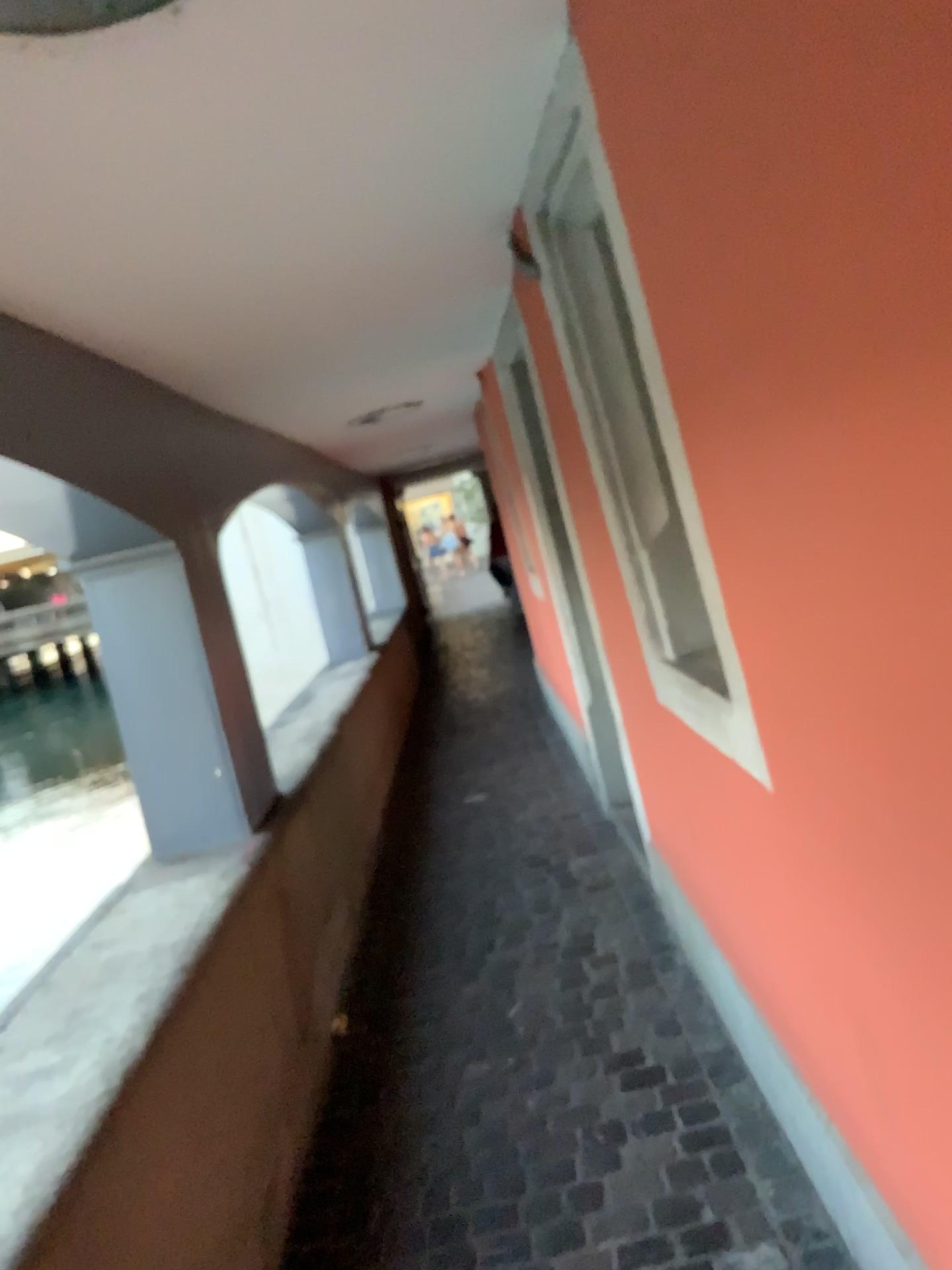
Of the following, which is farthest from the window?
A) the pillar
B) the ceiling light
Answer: the pillar

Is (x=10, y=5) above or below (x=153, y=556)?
above

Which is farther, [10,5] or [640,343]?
[640,343]

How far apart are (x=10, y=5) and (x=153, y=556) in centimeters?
194cm

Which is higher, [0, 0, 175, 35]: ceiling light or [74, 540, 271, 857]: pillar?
[0, 0, 175, 35]: ceiling light

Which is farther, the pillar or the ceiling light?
the pillar

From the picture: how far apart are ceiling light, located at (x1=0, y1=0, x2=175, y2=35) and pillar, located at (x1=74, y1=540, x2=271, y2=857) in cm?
186

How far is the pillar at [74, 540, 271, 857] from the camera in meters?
3.0 m

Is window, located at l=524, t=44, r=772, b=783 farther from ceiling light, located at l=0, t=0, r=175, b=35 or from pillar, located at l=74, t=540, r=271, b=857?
pillar, located at l=74, t=540, r=271, b=857

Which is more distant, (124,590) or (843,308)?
(124,590)
